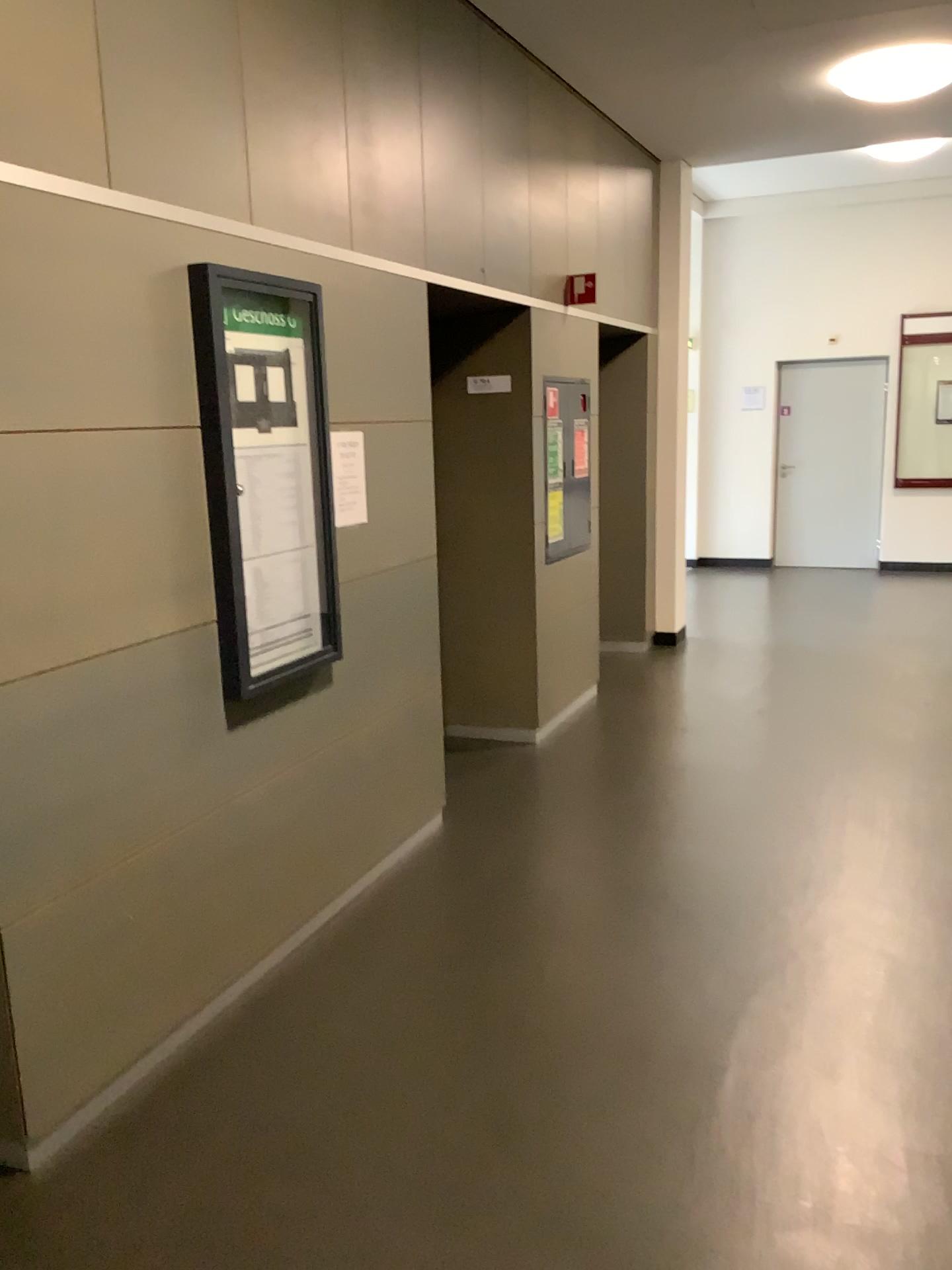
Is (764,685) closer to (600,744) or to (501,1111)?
(600,744)

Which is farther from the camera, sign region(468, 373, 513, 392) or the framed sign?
sign region(468, 373, 513, 392)

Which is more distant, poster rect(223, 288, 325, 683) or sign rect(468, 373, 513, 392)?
sign rect(468, 373, 513, 392)

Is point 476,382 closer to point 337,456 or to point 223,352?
point 337,456

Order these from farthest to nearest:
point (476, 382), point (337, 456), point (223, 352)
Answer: point (476, 382)
point (337, 456)
point (223, 352)

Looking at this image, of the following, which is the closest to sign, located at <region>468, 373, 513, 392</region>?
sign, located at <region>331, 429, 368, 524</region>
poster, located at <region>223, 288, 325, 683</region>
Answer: sign, located at <region>331, 429, 368, 524</region>

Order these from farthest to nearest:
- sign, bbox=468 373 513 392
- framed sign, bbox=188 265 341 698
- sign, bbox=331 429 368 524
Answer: sign, bbox=468 373 513 392
sign, bbox=331 429 368 524
framed sign, bbox=188 265 341 698

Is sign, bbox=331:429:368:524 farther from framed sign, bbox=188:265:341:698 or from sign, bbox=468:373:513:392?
sign, bbox=468:373:513:392

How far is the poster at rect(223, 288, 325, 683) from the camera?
2.9m

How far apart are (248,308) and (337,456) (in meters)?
0.59
